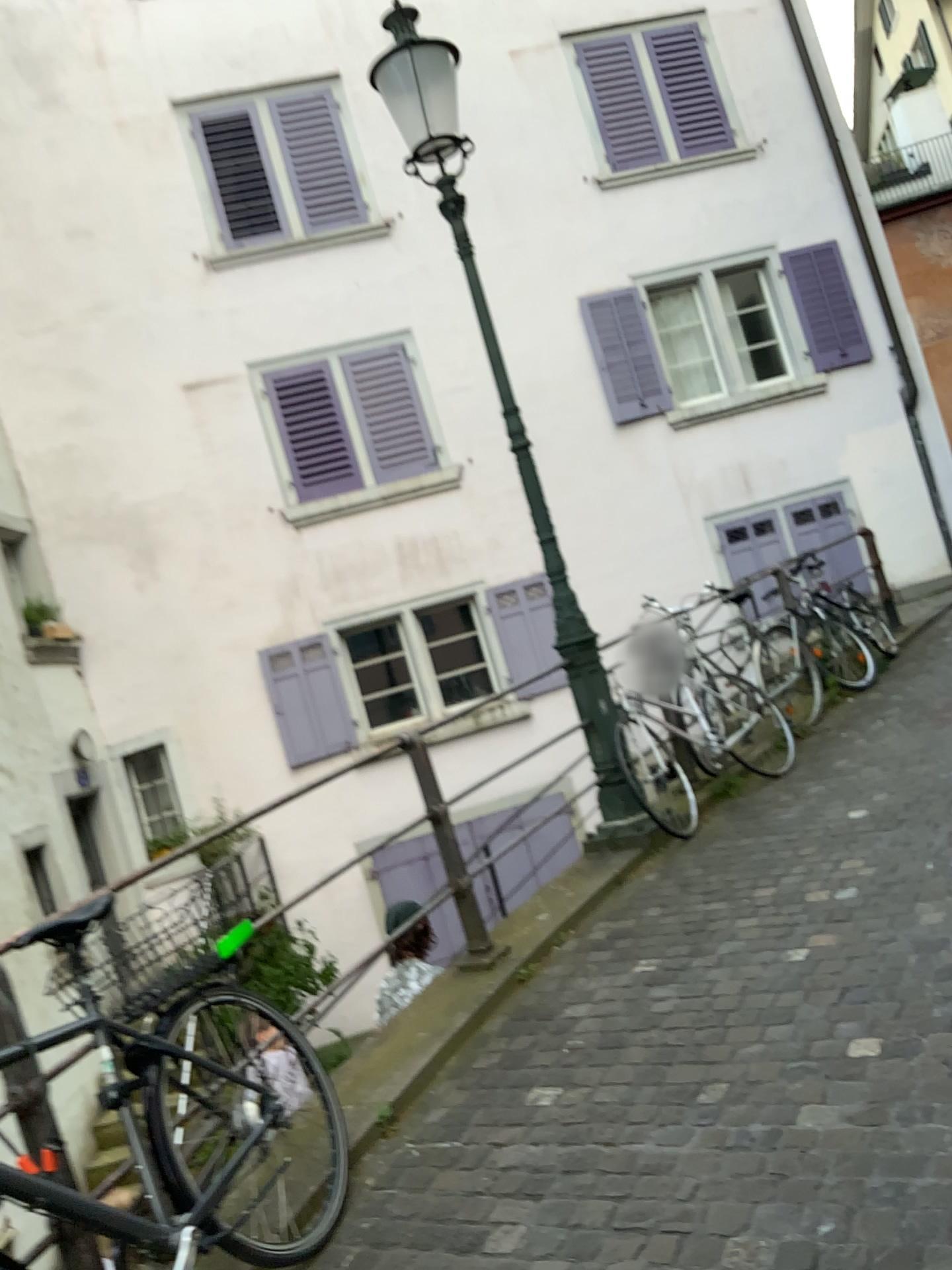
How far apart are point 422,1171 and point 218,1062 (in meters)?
0.63
